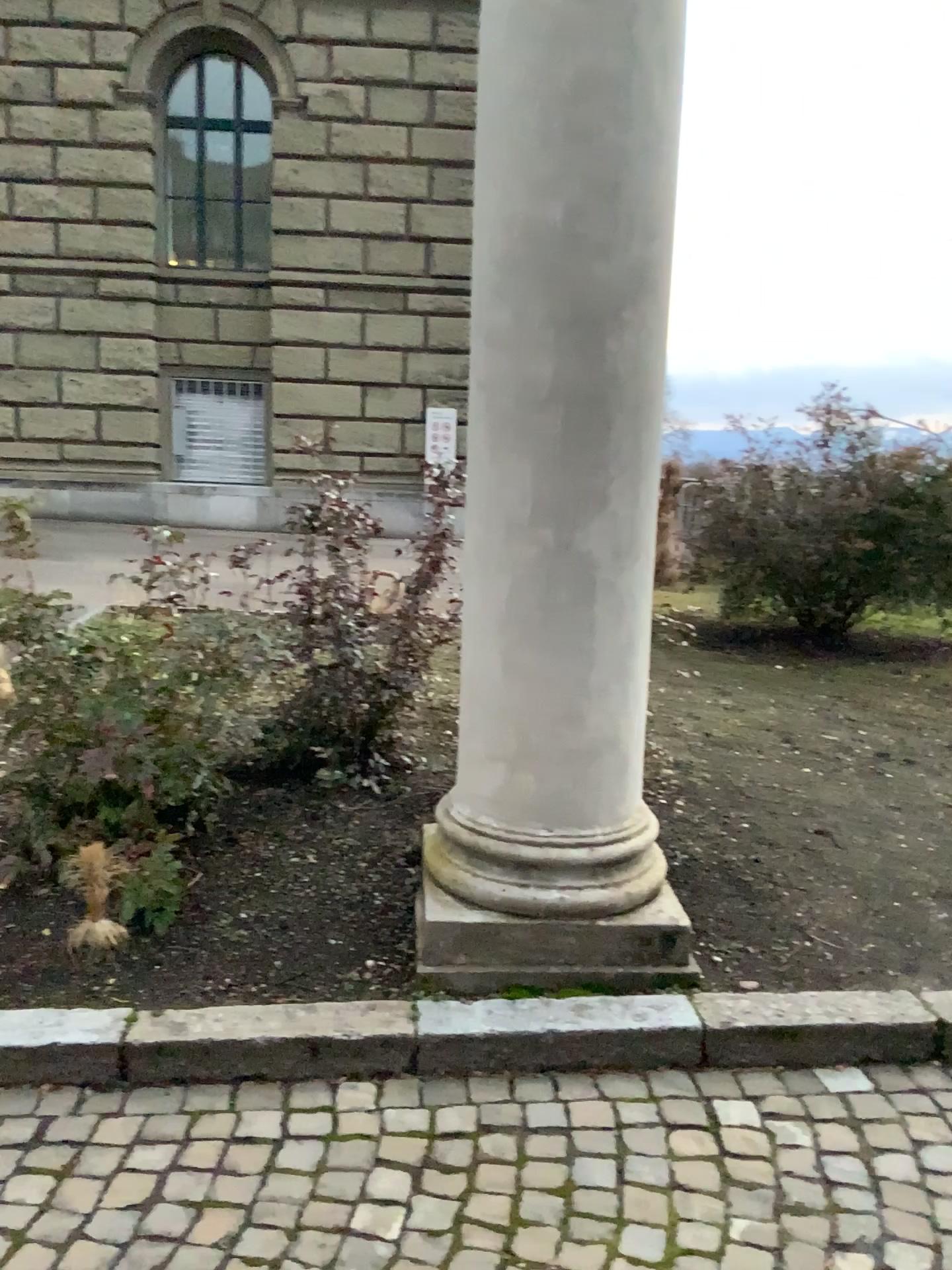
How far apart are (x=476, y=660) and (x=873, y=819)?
1.9 meters

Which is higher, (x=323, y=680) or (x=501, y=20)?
(x=501, y=20)

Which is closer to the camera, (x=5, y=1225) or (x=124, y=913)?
(x=5, y=1225)

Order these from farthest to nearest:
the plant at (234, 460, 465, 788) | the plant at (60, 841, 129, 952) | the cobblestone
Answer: the plant at (234, 460, 465, 788)
the plant at (60, 841, 129, 952)
the cobblestone

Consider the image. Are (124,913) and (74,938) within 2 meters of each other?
yes

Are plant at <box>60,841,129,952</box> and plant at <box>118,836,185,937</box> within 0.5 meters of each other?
yes

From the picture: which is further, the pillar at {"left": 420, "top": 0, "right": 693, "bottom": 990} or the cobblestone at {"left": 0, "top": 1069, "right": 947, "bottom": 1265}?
the pillar at {"left": 420, "top": 0, "right": 693, "bottom": 990}

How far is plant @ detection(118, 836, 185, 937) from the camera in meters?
3.0 m

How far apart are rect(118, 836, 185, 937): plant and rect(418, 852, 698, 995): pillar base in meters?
0.7

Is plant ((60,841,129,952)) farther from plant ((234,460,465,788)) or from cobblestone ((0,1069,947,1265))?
plant ((234,460,465,788))
